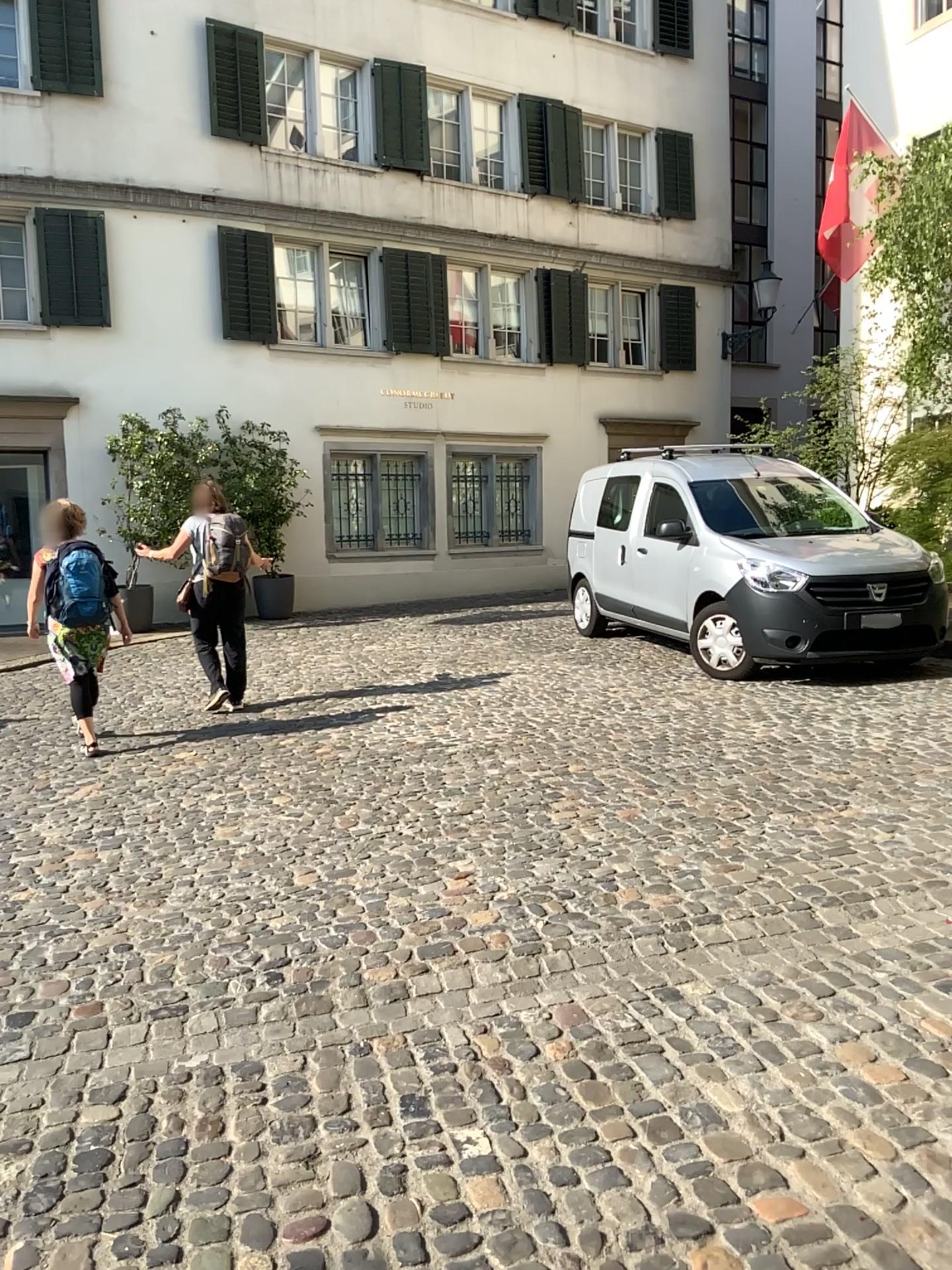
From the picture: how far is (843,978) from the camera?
3.2 meters
